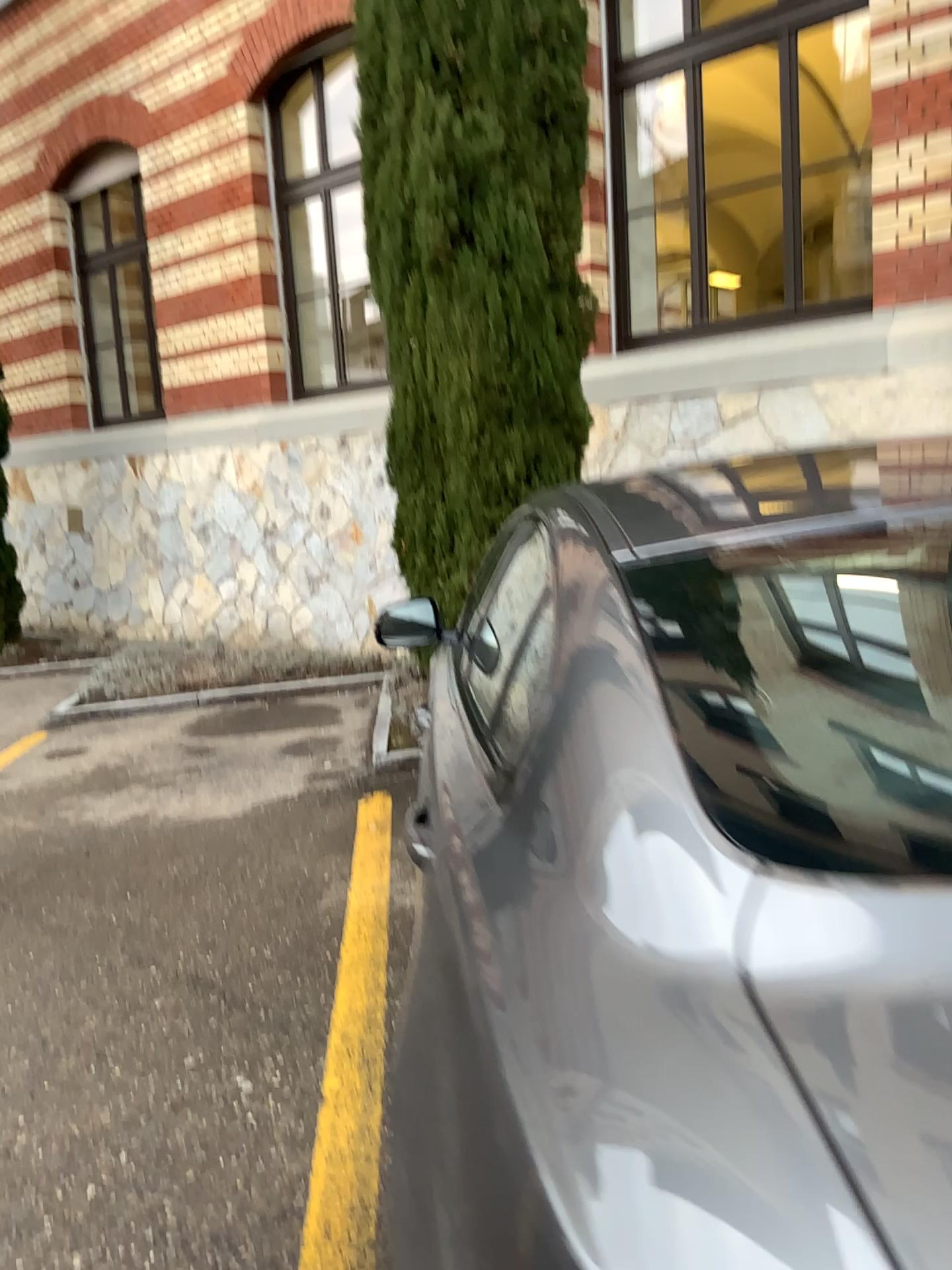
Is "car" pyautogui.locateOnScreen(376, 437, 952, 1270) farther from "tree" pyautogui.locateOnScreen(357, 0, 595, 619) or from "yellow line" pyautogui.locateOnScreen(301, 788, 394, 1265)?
"tree" pyautogui.locateOnScreen(357, 0, 595, 619)

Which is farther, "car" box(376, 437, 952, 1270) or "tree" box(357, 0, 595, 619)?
"tree" box(357, 0, 595, 619)

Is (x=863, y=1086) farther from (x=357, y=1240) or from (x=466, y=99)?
(x=466, y=99)

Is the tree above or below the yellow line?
above

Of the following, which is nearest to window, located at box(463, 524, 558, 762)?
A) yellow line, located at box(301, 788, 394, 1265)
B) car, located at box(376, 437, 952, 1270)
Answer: car, located at box(376, 437, 952, 1270)

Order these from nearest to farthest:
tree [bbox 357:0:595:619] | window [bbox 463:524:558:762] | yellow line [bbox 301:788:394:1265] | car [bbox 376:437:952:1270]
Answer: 1. car [bbox 376:437:952:1270]
2. window [bbox 463:524:558:762]
3. yellow line [bbox 301:788:394:1265]
4. tree [bbox 357:0:595:619]

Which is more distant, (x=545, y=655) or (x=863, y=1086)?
(x=545, y=655)

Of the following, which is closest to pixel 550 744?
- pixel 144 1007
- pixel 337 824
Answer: pixel 144 1007

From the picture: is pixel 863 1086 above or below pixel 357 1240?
above
